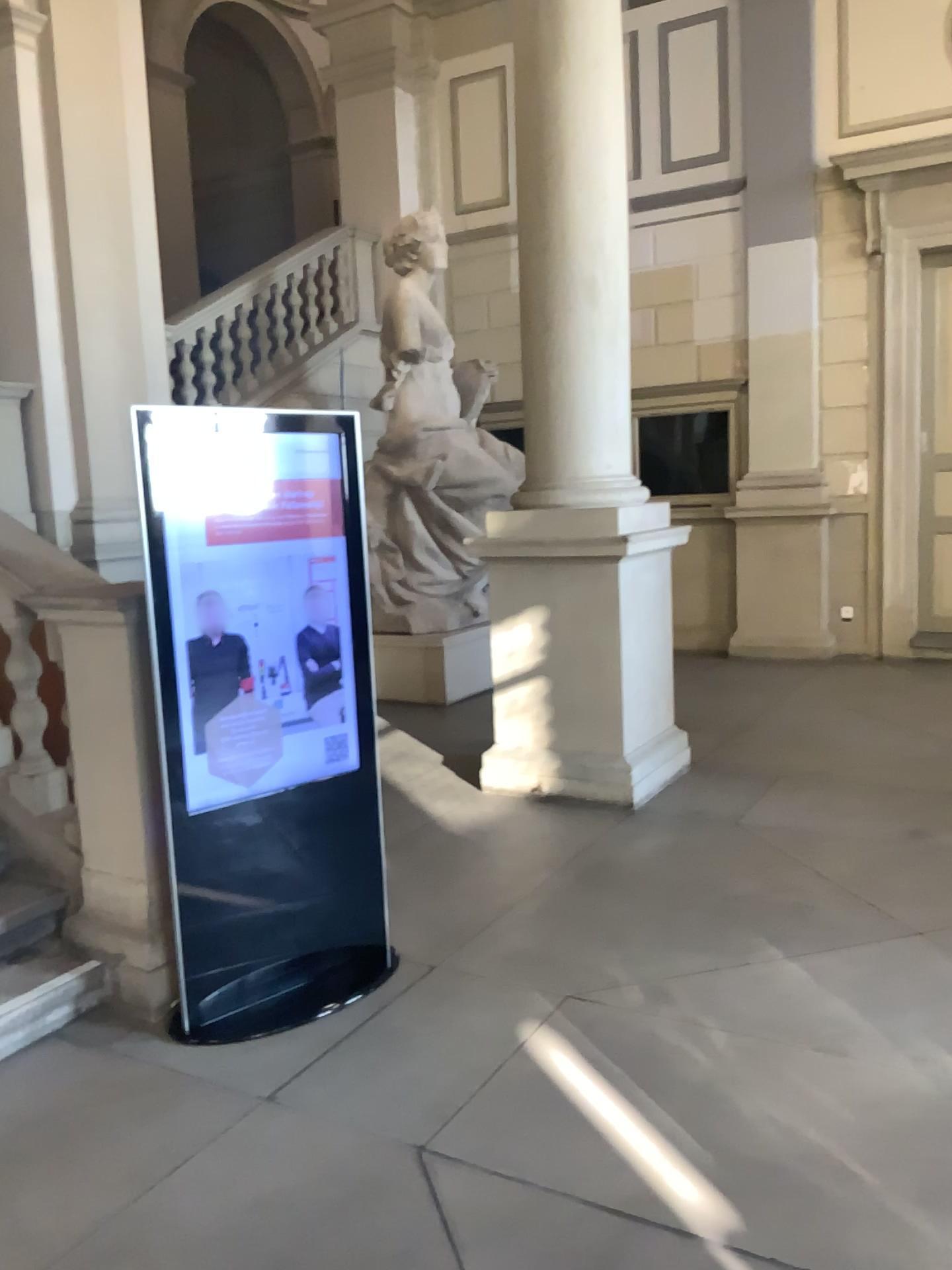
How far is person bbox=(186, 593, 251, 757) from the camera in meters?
3.1

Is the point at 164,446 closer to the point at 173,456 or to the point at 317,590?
the point at 173,456

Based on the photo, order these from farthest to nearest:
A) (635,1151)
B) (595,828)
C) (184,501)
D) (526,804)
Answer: (526,804), (595,828), (184,501), (635,1151)

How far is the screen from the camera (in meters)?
3.11

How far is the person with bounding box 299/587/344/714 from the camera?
3.3 meters

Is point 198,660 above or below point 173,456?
below

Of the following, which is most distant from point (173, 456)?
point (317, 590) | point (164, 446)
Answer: point (317, 590)

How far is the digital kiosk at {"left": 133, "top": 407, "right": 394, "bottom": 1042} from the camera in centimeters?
Result: 311cm
